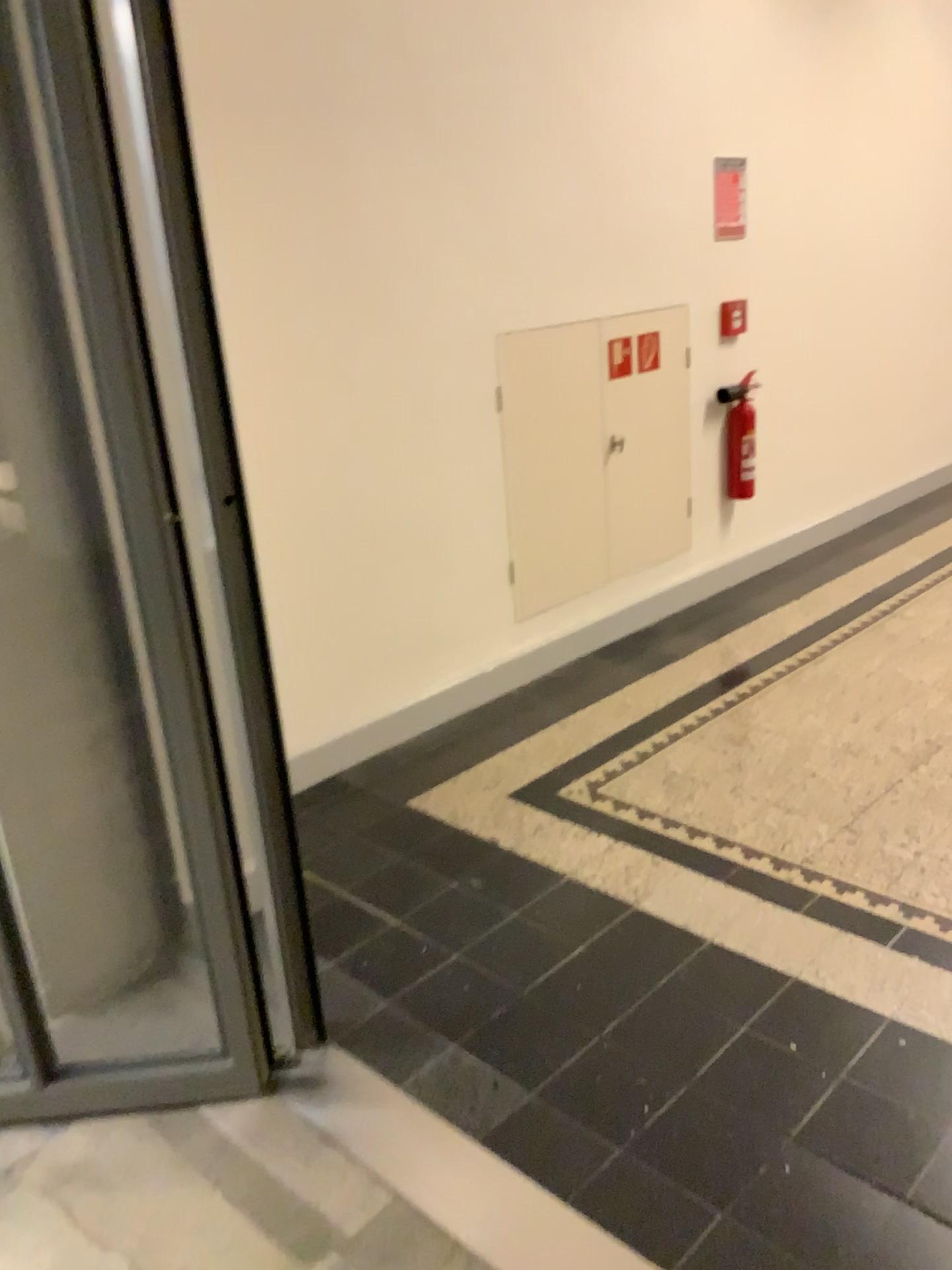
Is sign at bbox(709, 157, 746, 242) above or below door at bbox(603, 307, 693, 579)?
above

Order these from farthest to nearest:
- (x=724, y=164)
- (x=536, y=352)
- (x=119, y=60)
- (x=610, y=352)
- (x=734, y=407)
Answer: (x=734, y=407)
(x=724, y=164)
(x=610, y=352)
(x=536, y=352)
(x=119, y=60)

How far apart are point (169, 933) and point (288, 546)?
1.19m

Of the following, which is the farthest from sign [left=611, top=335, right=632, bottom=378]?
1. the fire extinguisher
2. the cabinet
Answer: the fire extinguisher

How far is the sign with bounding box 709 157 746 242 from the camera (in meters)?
4.22

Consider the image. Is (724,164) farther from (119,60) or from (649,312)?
(119,60)

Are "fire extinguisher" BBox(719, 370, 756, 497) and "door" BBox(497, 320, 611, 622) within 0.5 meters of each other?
no

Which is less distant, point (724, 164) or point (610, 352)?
point (610, 352)

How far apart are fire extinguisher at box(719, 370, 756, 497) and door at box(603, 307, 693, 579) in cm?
26

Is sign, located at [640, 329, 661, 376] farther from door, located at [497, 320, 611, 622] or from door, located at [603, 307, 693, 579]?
door, located at [497, 320, 611, 622]
